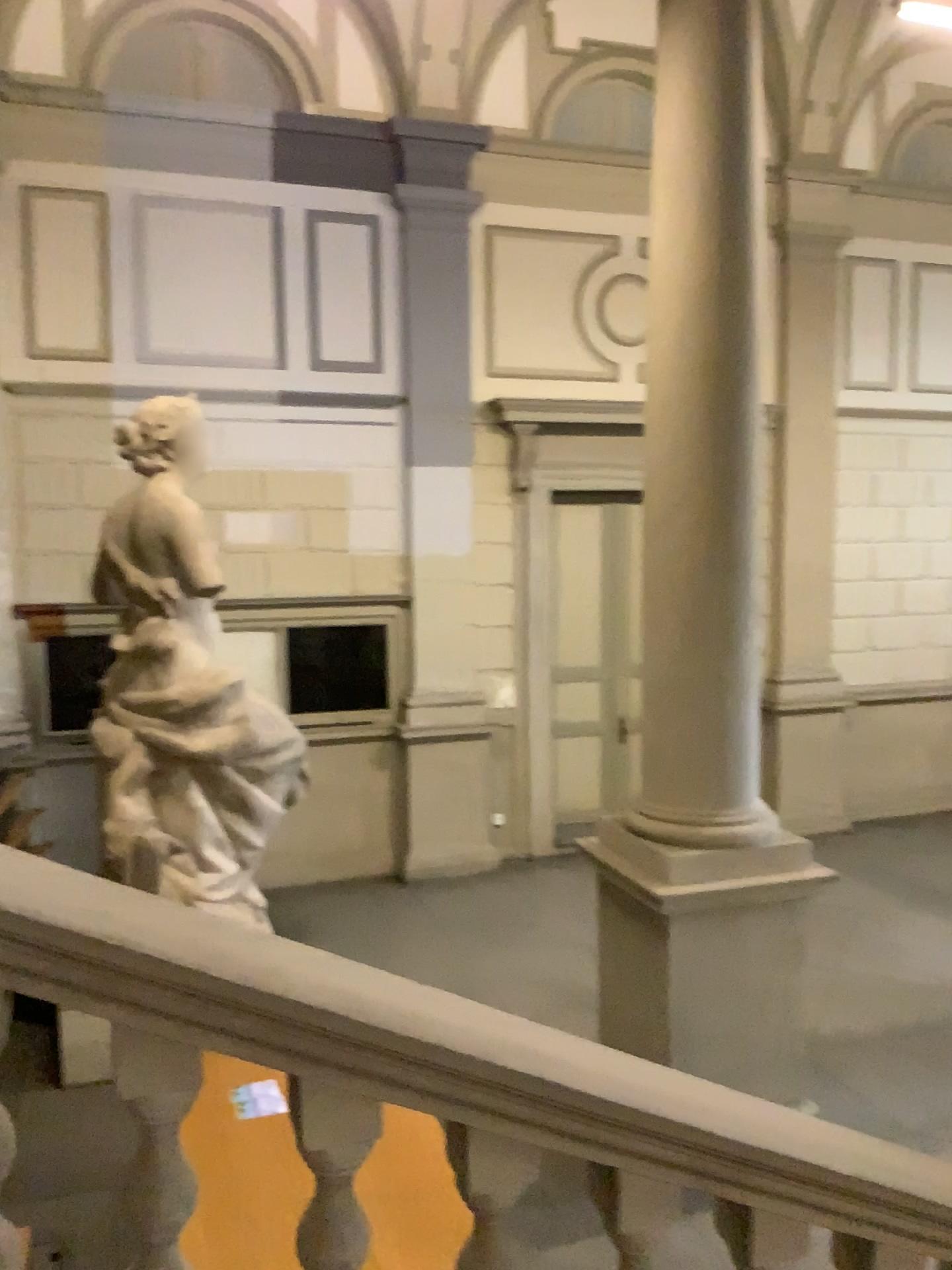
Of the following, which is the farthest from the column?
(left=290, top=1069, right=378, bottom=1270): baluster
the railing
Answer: (left=290, top=1069, right=378, bottom=1270): baluster

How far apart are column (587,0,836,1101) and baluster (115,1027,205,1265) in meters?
3.1

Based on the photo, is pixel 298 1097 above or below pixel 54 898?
below

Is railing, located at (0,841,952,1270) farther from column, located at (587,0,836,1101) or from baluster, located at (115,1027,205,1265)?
column, located at (587,0,836,1101)

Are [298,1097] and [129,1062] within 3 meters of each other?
yes

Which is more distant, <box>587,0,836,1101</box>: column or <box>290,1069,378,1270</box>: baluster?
<box>587,0,836,1101</box>: column

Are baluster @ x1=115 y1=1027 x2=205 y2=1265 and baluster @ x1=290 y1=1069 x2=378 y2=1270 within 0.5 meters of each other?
yes

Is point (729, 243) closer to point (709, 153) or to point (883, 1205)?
point (709, 153)

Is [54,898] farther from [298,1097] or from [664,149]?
[664,149]

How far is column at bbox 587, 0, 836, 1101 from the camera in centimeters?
Result: 459cm
